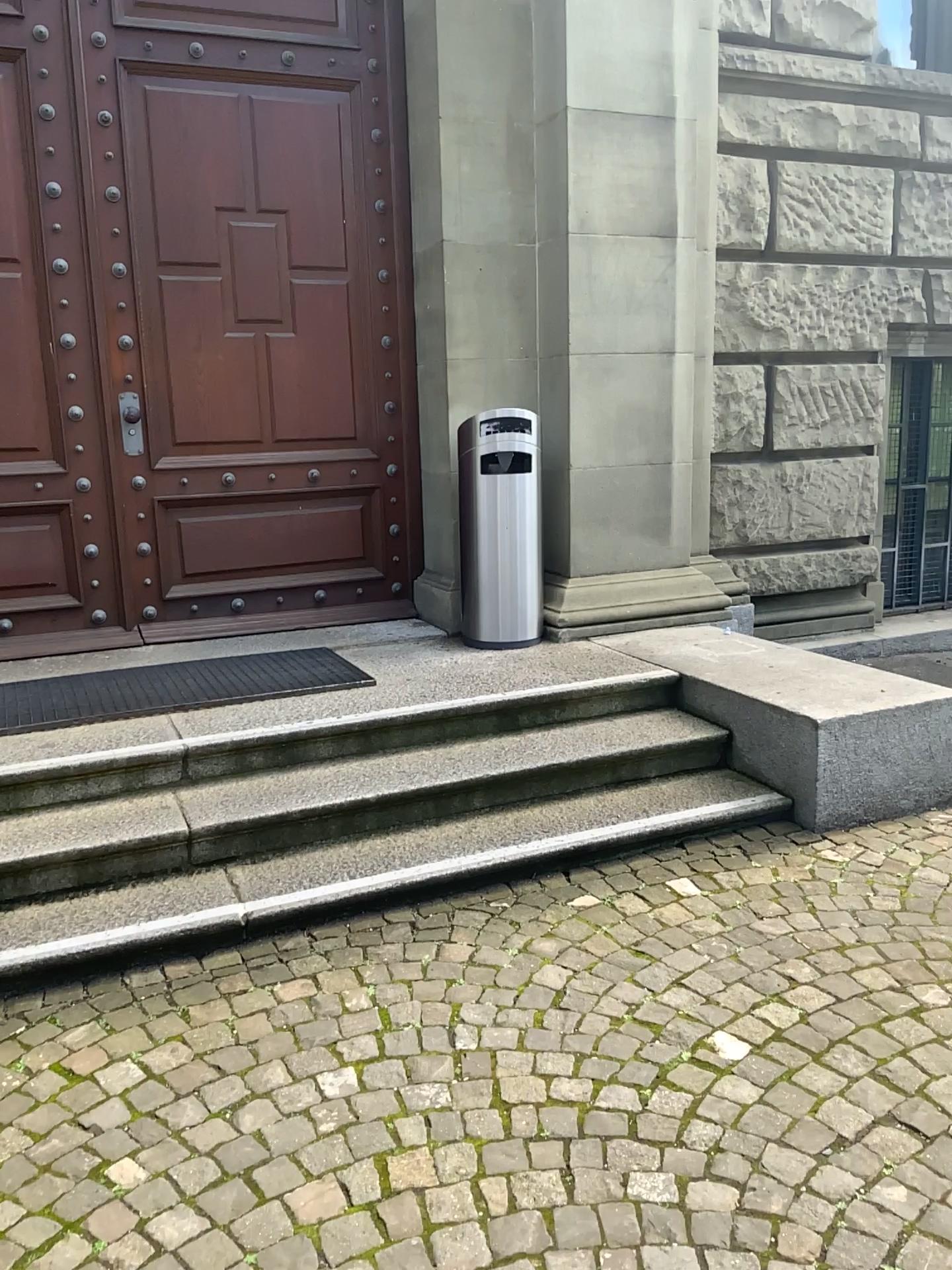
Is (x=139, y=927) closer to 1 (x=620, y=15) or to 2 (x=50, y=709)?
2 (x=50, y=709)

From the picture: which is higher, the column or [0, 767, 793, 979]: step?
the column

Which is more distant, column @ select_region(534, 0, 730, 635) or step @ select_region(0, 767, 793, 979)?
column @ select_region(534, 0, 730, 635)

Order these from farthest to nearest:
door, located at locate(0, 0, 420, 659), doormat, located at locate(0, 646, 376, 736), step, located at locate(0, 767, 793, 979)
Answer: door, located at locate(0, 0, 420, 659) < doormat, located at locate(0, 646, 376, 736) < step, located at locate(0, 767, 793, 979)

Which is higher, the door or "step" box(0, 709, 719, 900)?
the door

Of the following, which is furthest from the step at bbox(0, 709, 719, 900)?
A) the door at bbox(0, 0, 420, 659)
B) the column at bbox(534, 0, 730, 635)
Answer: the door at bbox(0, 0, 420, 659)

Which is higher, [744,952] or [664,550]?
[664,550]

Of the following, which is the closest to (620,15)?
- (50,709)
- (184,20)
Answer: (184,20)

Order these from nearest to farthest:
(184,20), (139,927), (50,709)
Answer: (139,927) → (50,709) → (184,20)

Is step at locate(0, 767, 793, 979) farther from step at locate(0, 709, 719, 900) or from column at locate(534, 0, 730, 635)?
column at locate(534, 0, 730, 635)
